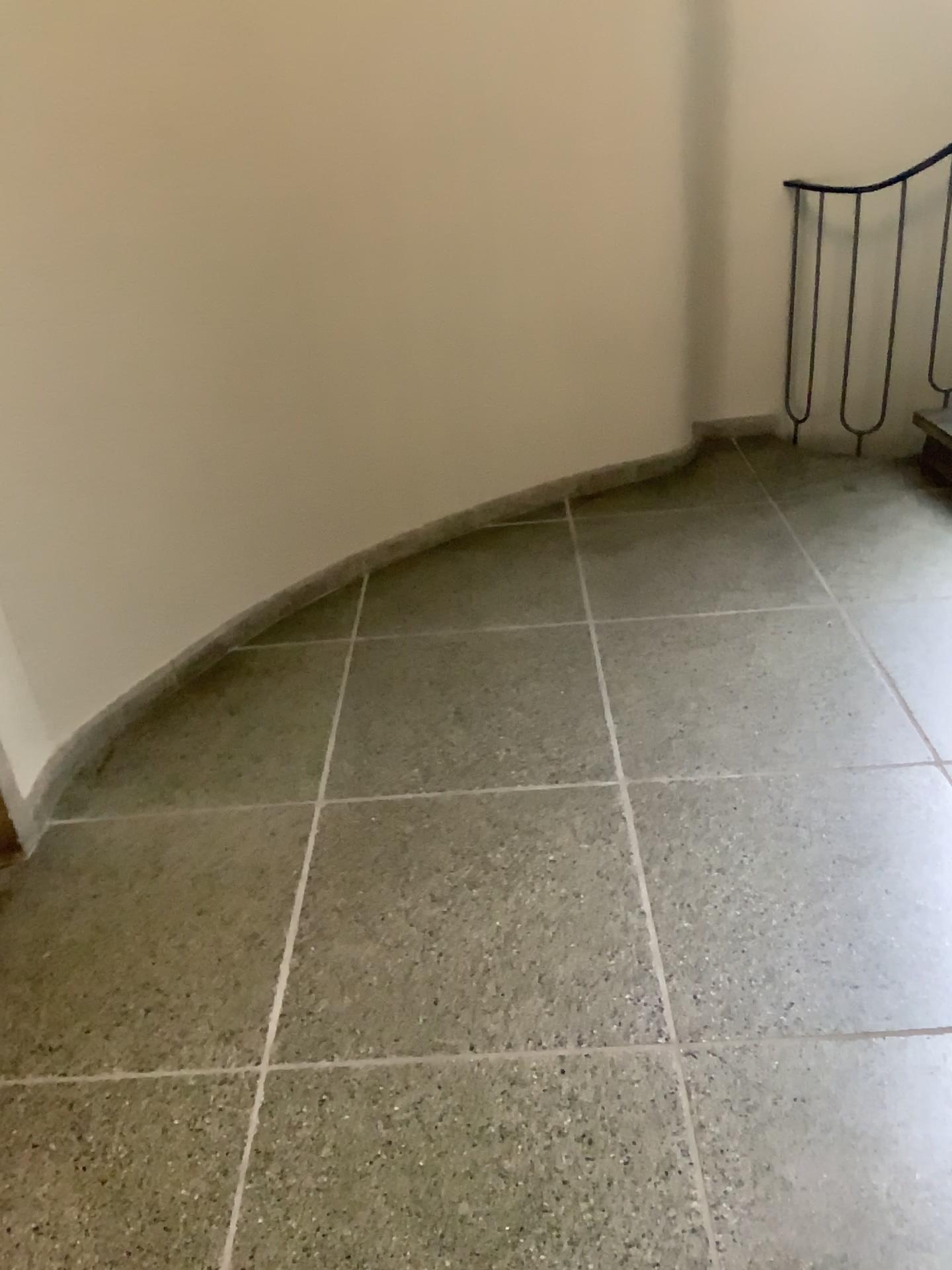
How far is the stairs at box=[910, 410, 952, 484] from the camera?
3.5m

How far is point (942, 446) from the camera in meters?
3.5 m

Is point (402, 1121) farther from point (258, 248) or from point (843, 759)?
point (258, 248)
